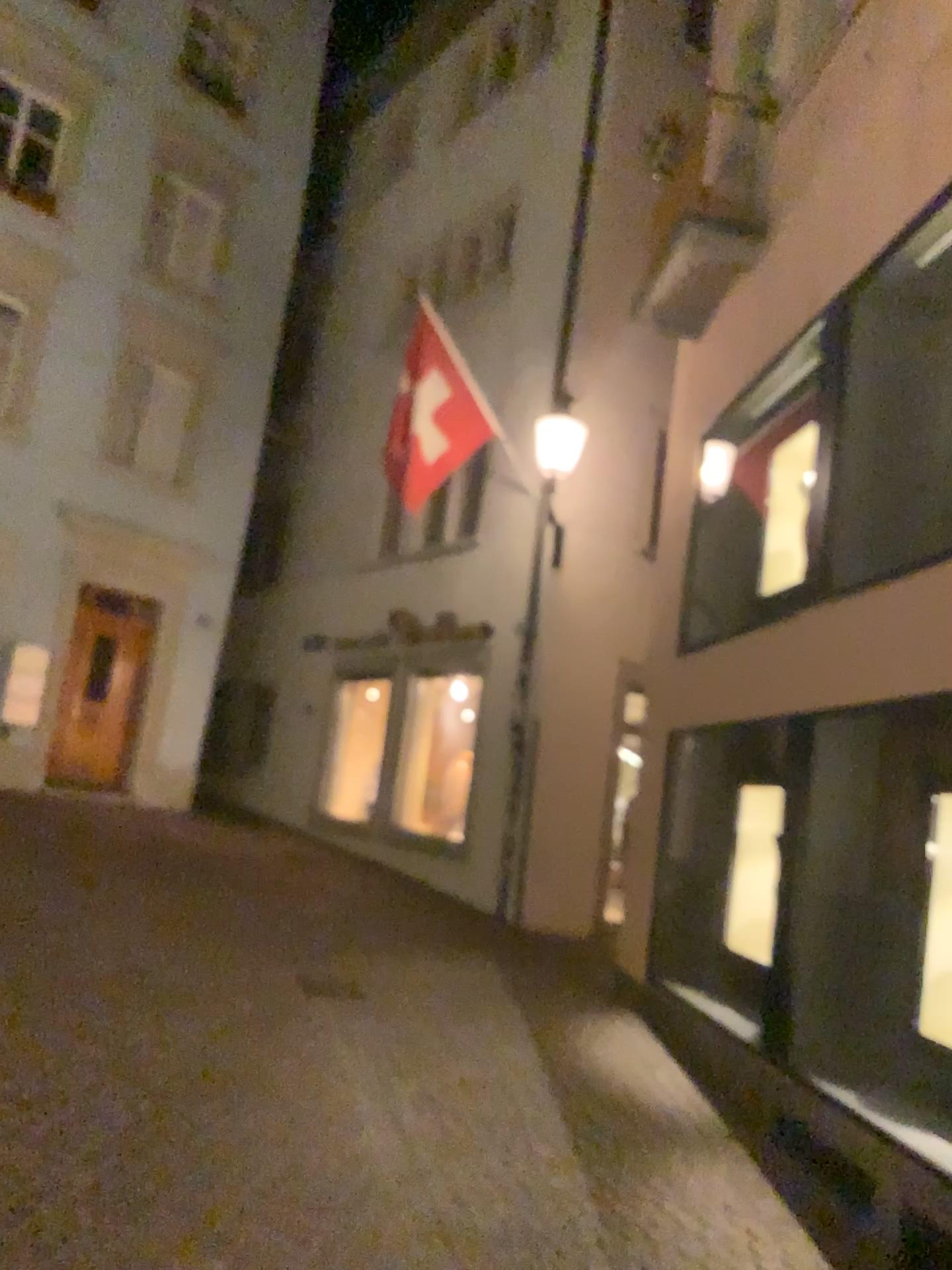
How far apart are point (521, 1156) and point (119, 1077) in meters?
1.7
